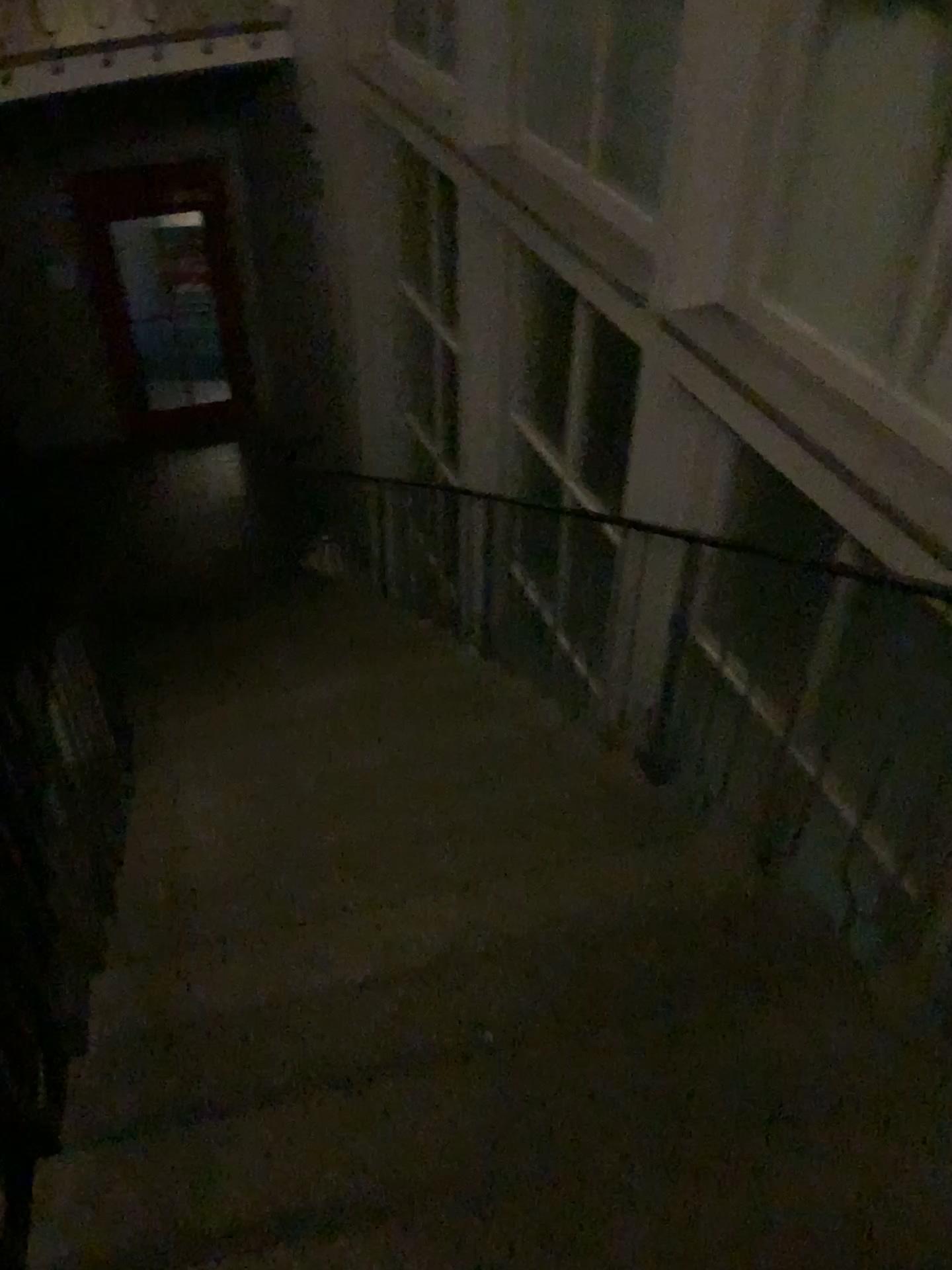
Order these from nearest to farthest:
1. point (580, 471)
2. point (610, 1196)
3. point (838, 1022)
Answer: point (610, 1196), point (838, 1022), point (580, 471)
